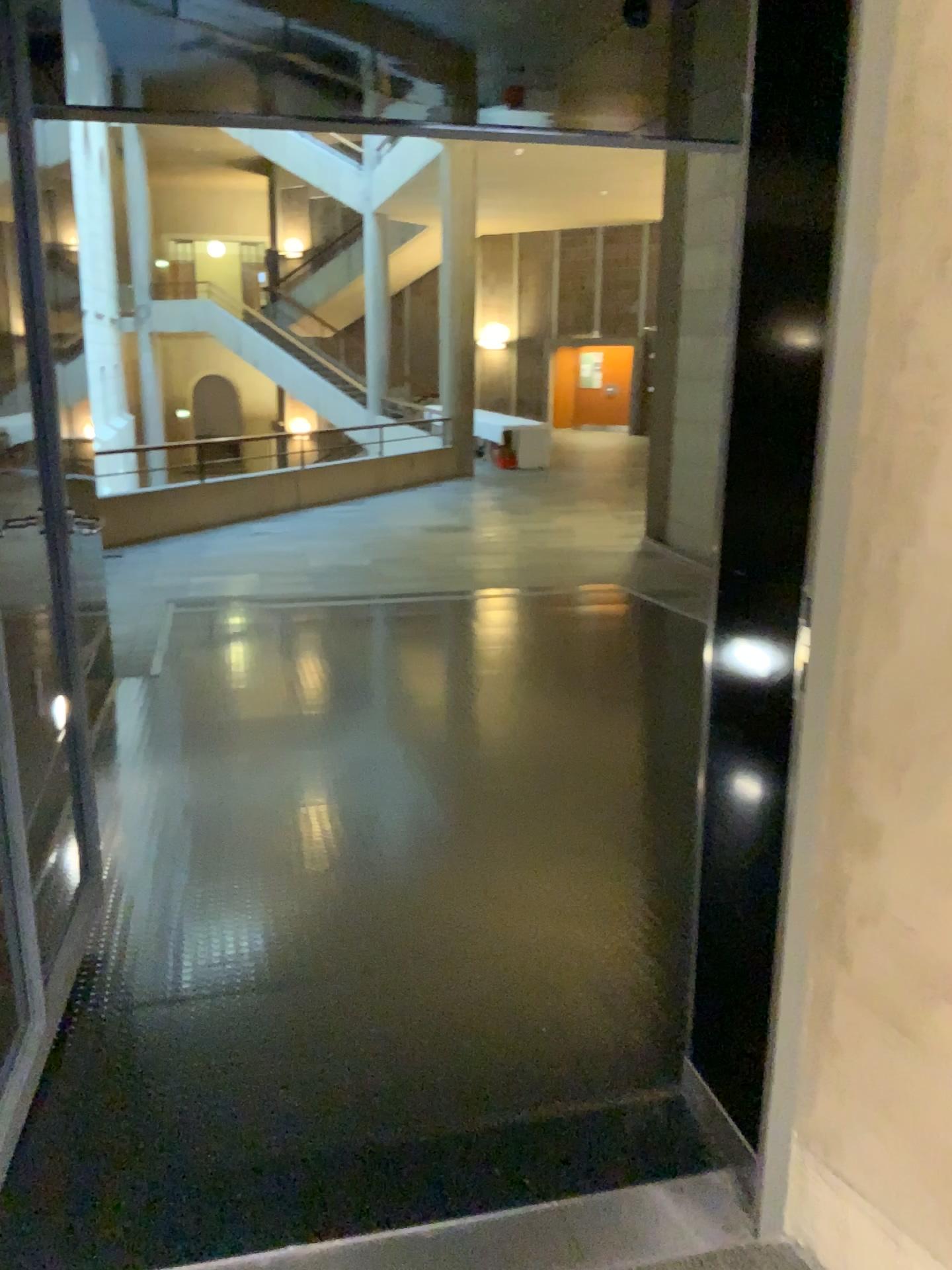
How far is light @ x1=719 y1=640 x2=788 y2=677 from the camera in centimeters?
170cm

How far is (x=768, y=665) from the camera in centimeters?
170cm

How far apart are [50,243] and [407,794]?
2.13m
